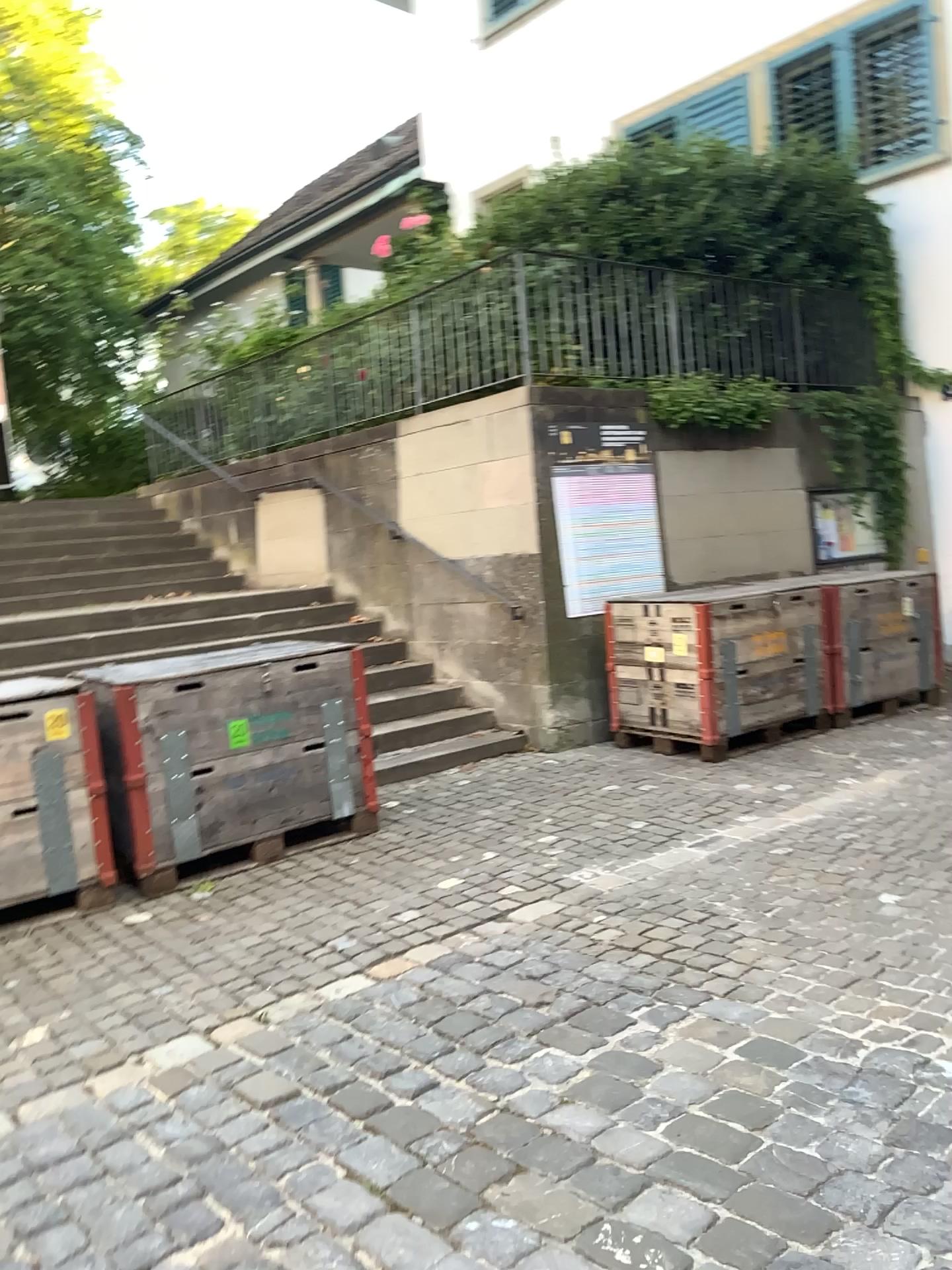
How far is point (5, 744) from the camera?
4.29m

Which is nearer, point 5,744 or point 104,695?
point 5,744

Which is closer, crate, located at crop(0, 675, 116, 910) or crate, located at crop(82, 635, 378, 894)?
crate, located at crop(0, 675, 116, 910)

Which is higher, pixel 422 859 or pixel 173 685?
pixel 173 685

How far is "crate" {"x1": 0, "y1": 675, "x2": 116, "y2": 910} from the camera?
4.29m
